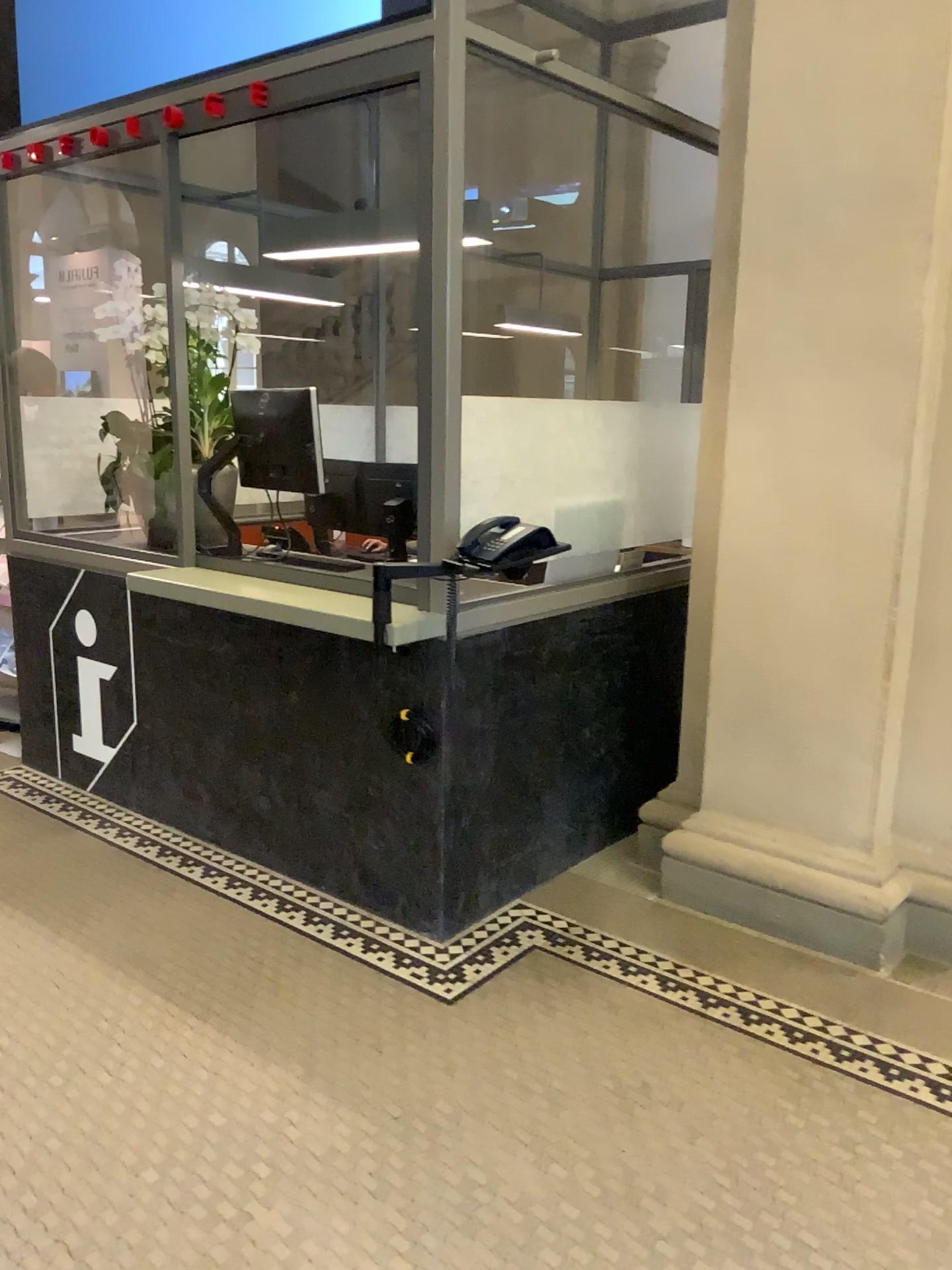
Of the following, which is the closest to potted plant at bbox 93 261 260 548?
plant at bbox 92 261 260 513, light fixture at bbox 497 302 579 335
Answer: plant at bbox 92 261 260 513

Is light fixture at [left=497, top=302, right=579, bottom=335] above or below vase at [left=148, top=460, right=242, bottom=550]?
above

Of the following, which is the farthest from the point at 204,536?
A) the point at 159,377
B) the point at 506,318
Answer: the point at 506,318

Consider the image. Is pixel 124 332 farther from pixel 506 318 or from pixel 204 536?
pixel 506 318

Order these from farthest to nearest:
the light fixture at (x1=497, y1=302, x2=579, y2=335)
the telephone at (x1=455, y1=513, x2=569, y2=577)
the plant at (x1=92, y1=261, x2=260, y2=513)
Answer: the plant at (x1=92, y1=261, x2=260, y2=513)
the light fixture at (x1=497, y1=302, x2=579, y2=335)
the telephone at (x1=455, y1=513, x2=569, y2=577)

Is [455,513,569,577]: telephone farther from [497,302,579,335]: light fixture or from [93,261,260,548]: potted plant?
[93,261,260,548]: potted plant

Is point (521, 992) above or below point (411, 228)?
below

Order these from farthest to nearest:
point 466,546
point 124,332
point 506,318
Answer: point 124,332
point 506,318
point 466,546

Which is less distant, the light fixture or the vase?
the light fixture

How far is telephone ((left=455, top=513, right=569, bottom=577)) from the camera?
2.78m
